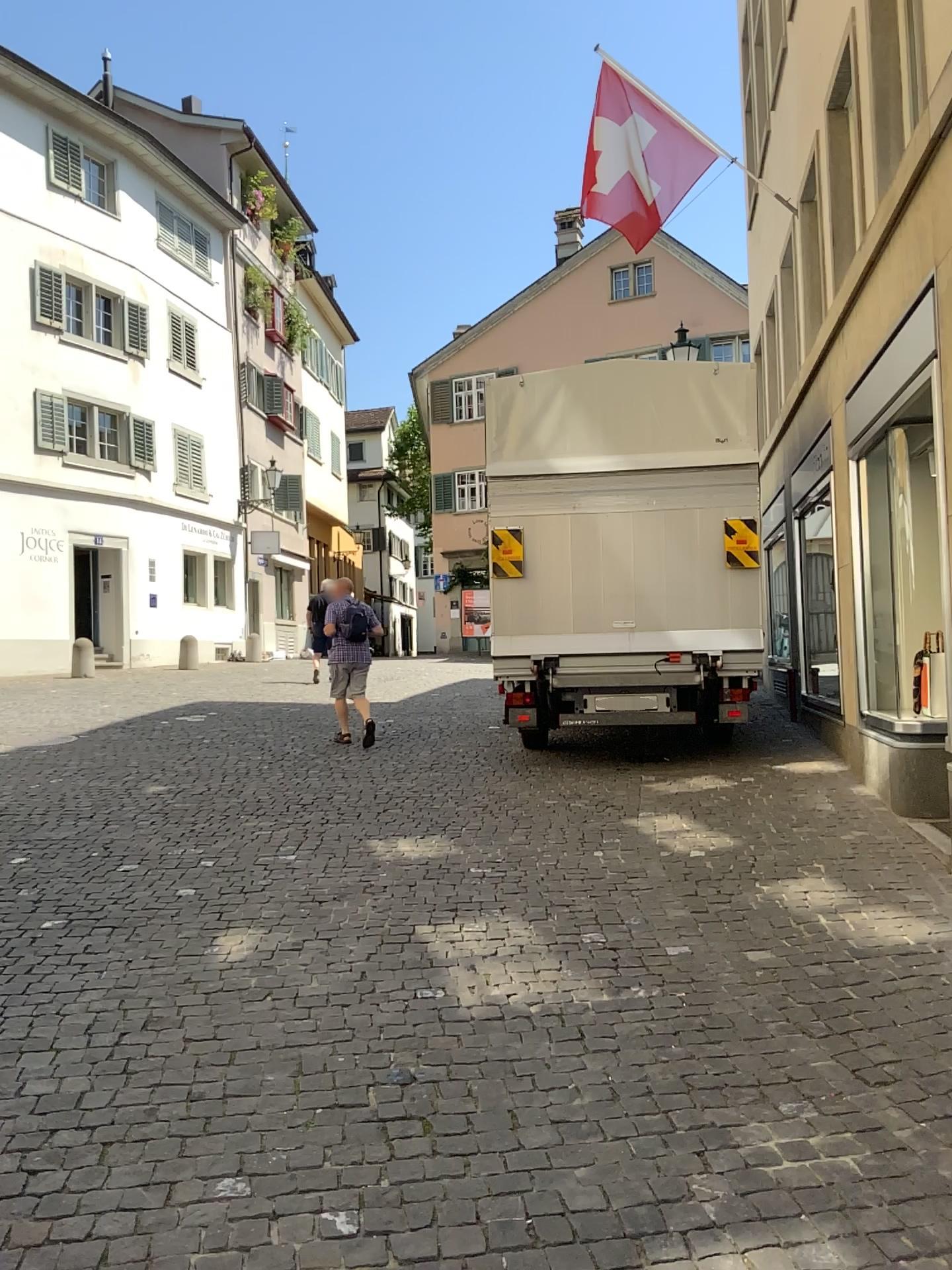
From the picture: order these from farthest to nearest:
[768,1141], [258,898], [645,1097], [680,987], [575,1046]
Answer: [258,898], [680,987], [575,1046], [645,1097], [768,1141]
